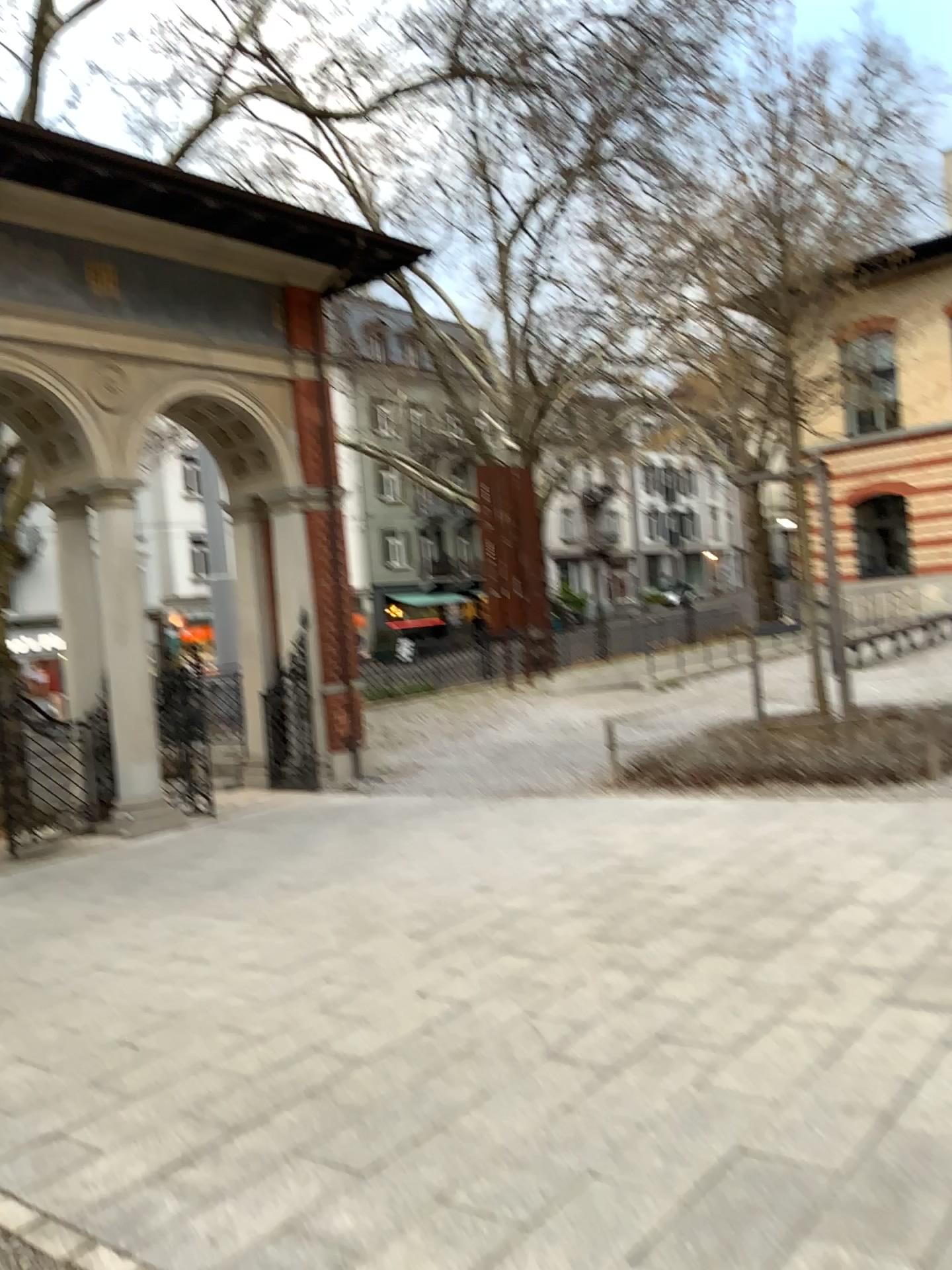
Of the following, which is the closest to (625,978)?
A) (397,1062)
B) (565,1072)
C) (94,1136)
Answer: (565,1072)
